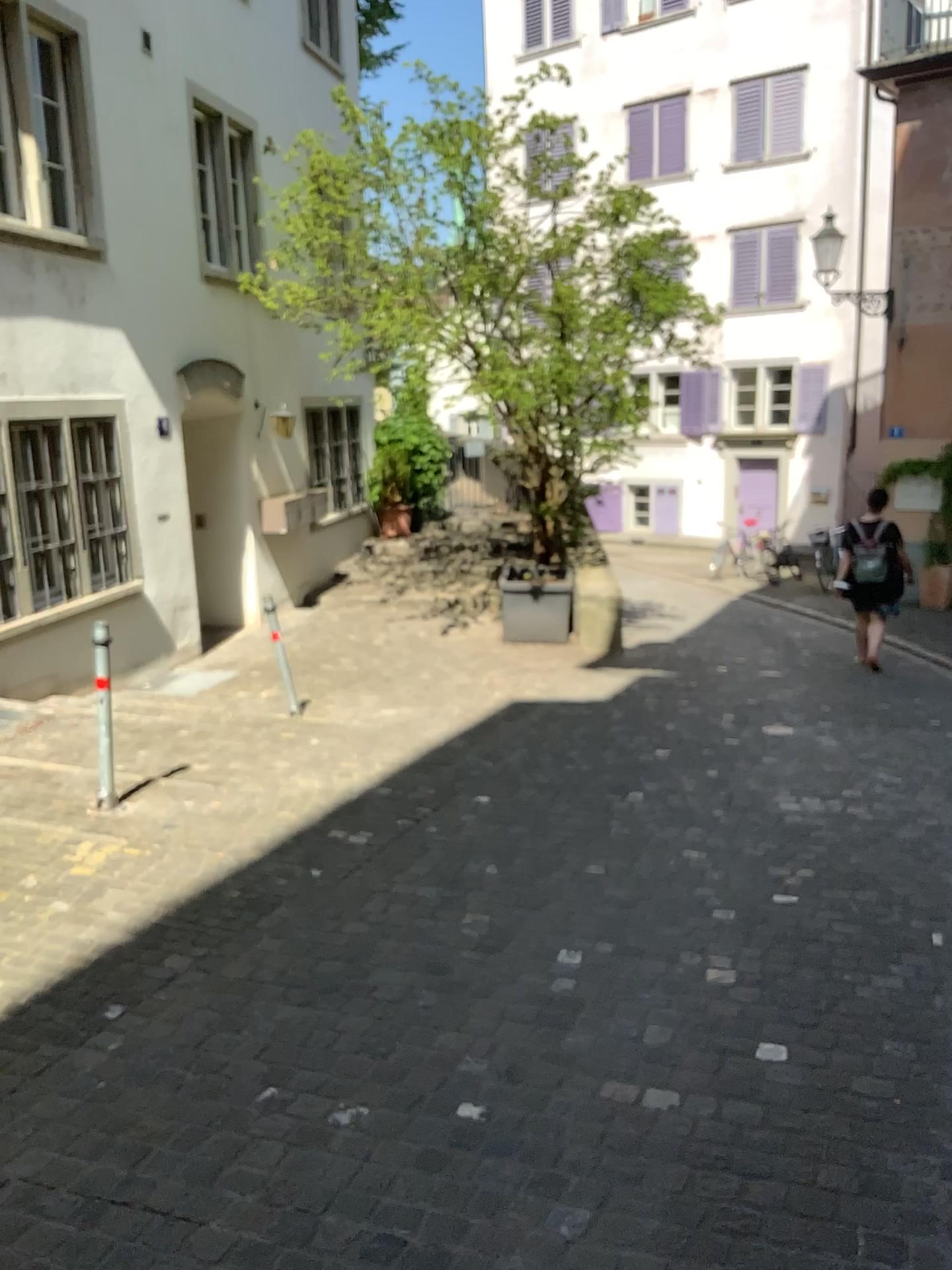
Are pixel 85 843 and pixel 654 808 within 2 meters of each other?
no
